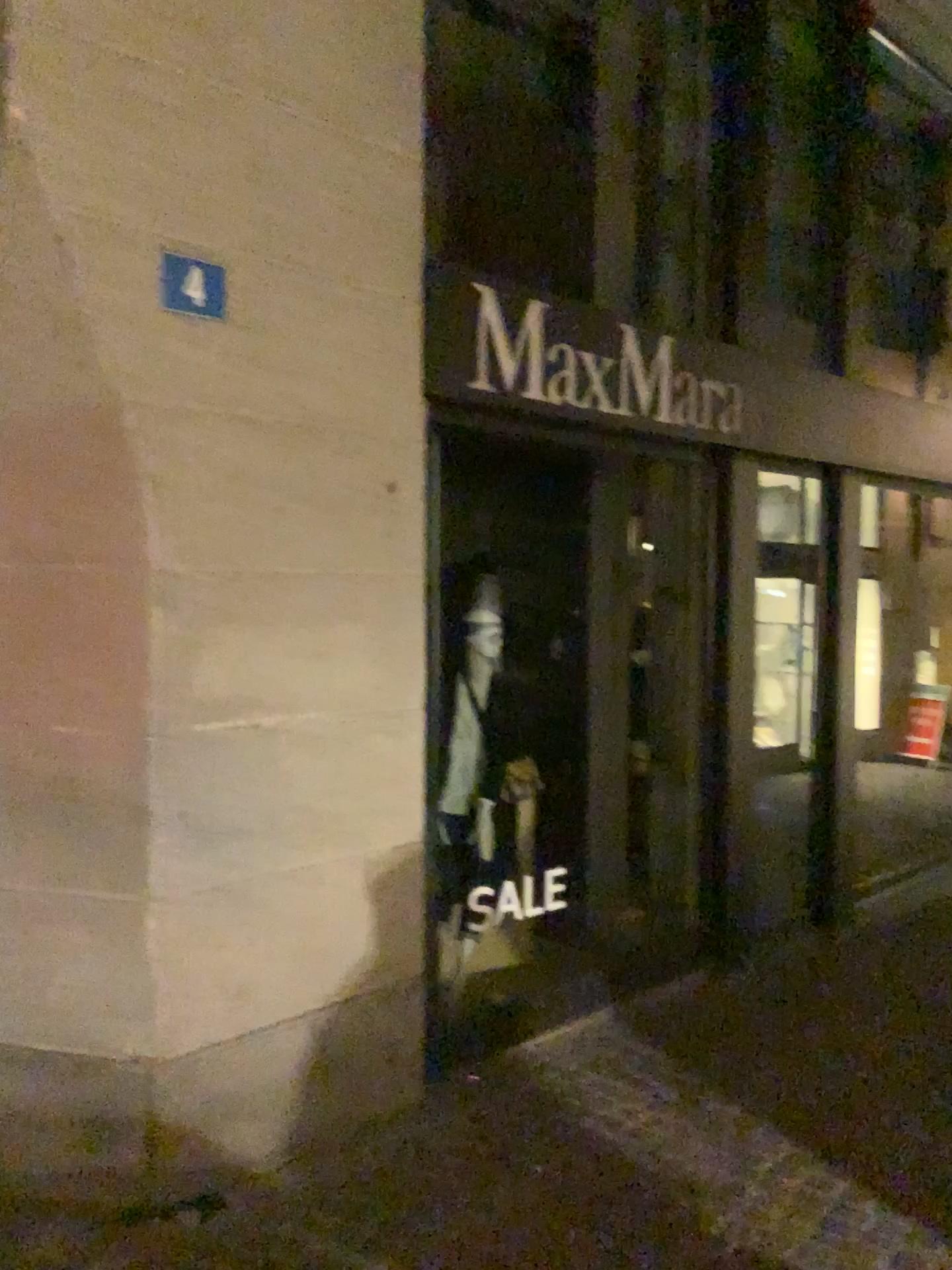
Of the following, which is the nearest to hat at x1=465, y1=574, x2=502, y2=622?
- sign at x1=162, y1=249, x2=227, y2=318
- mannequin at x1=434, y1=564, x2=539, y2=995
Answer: mannequin at x1=434, y1=564, x2=539, y2=995

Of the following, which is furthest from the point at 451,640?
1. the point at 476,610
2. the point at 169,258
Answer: the point at 169,258

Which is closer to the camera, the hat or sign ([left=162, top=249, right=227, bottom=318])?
sign ([left=162, top=249, right=227, bottom=318])

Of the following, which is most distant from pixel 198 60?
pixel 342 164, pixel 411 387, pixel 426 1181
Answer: pixel 426 1181

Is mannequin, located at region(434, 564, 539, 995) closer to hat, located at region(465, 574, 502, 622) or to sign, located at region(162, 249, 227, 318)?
hat, located at region(465, 574, 502, 622)

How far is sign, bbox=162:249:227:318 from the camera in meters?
2.8

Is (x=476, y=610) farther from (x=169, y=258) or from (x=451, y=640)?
(x=169, y=258)

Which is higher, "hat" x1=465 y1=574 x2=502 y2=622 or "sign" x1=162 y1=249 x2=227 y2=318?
"sign" x1=162 y1=249 x2=227 y2=318

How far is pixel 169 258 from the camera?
2.8 meters
